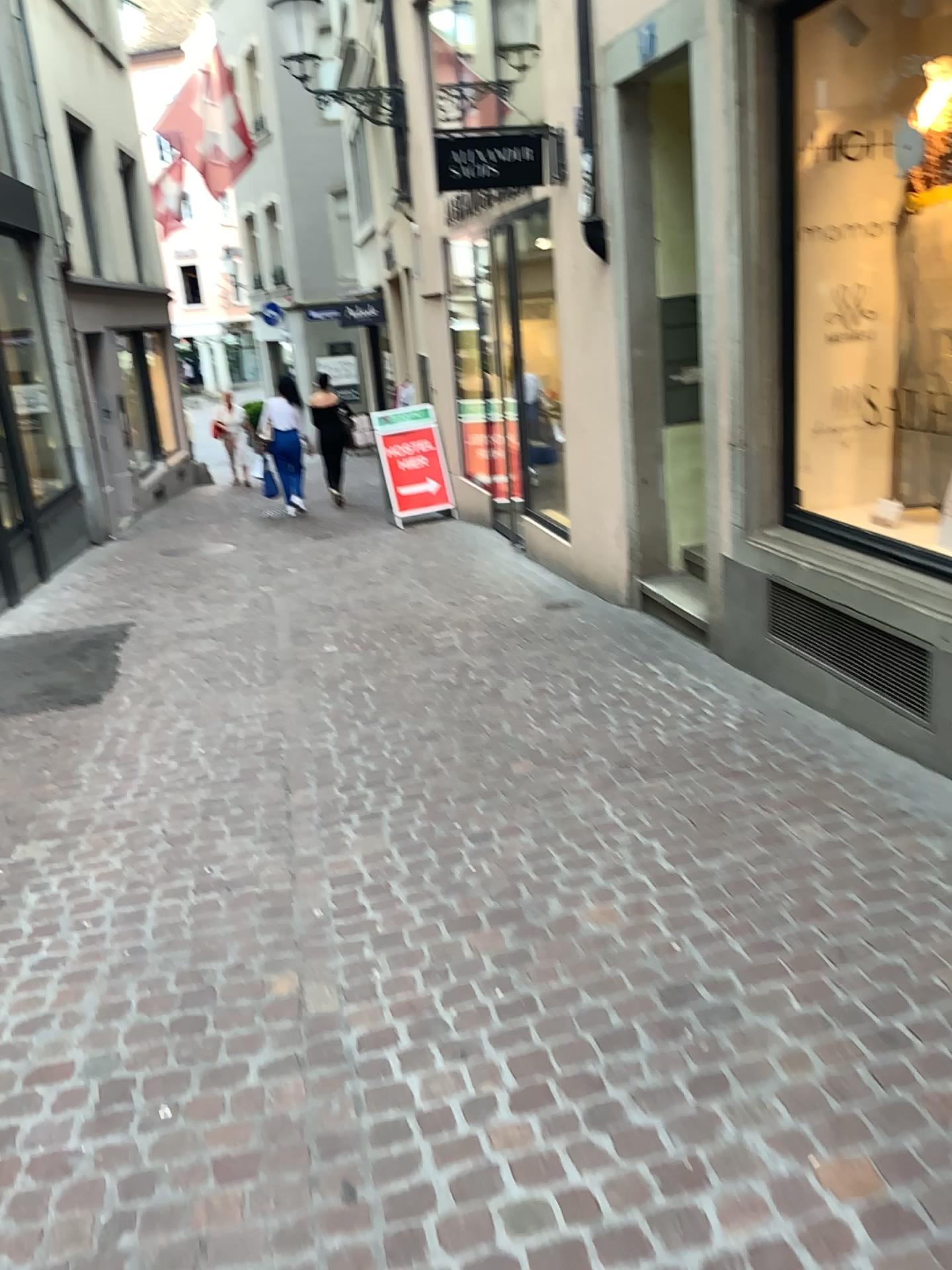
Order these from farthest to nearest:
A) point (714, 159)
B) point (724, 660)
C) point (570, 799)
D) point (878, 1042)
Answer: point (724, 660)
point (714, 159)
point (570, 799)
point (878, 1042)
